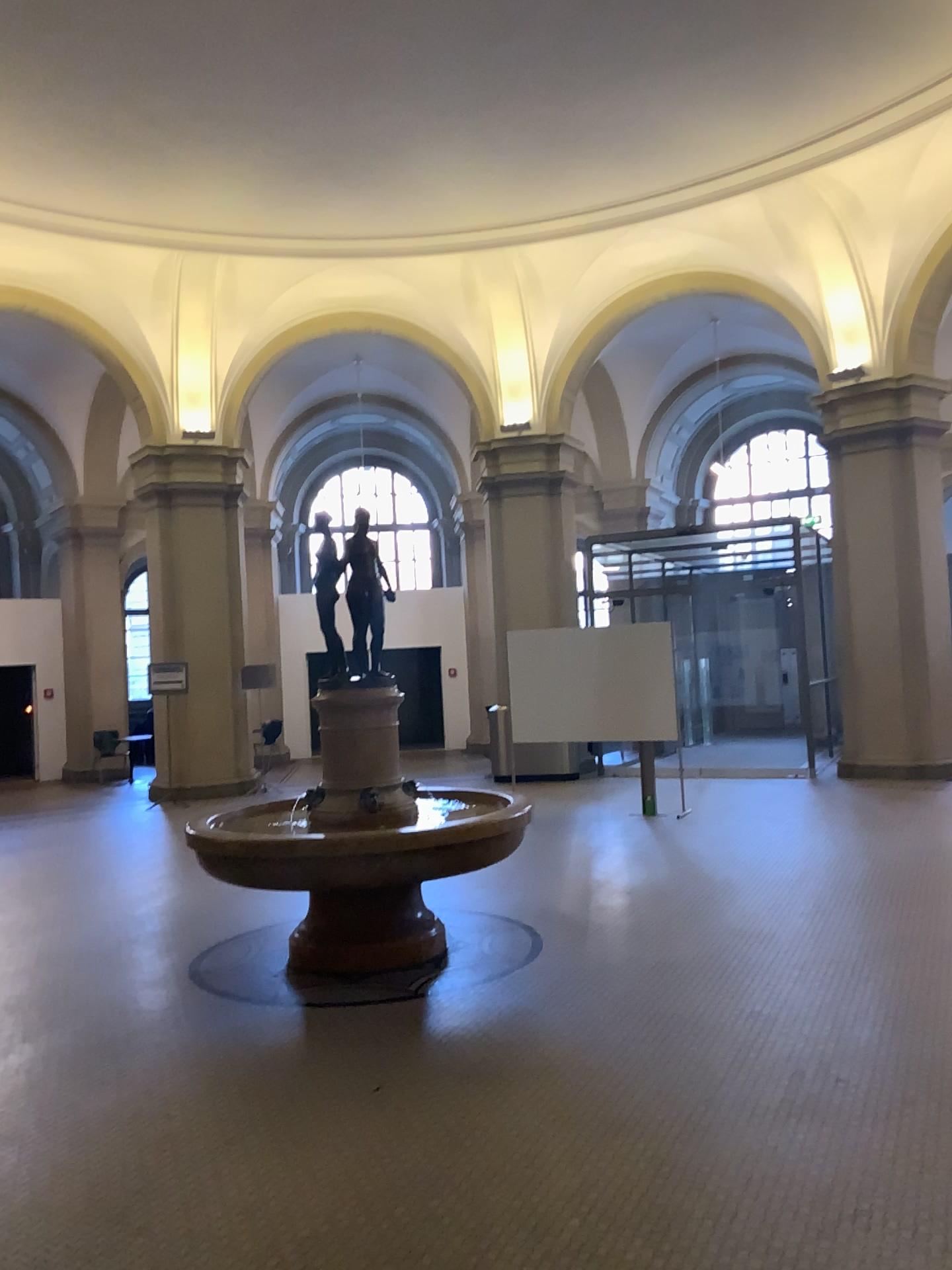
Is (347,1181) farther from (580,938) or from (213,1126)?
(580,938)
